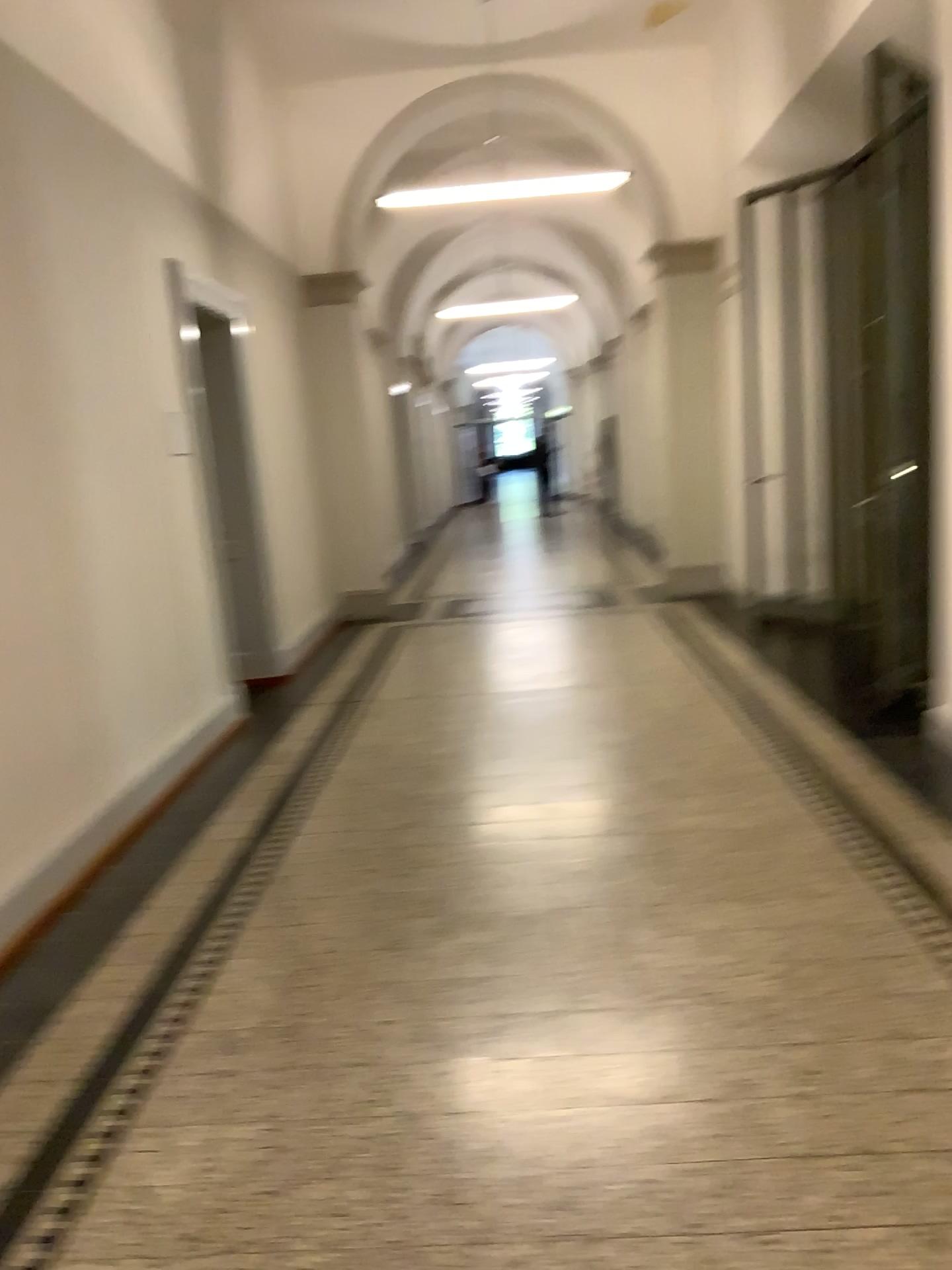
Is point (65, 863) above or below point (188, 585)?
below
